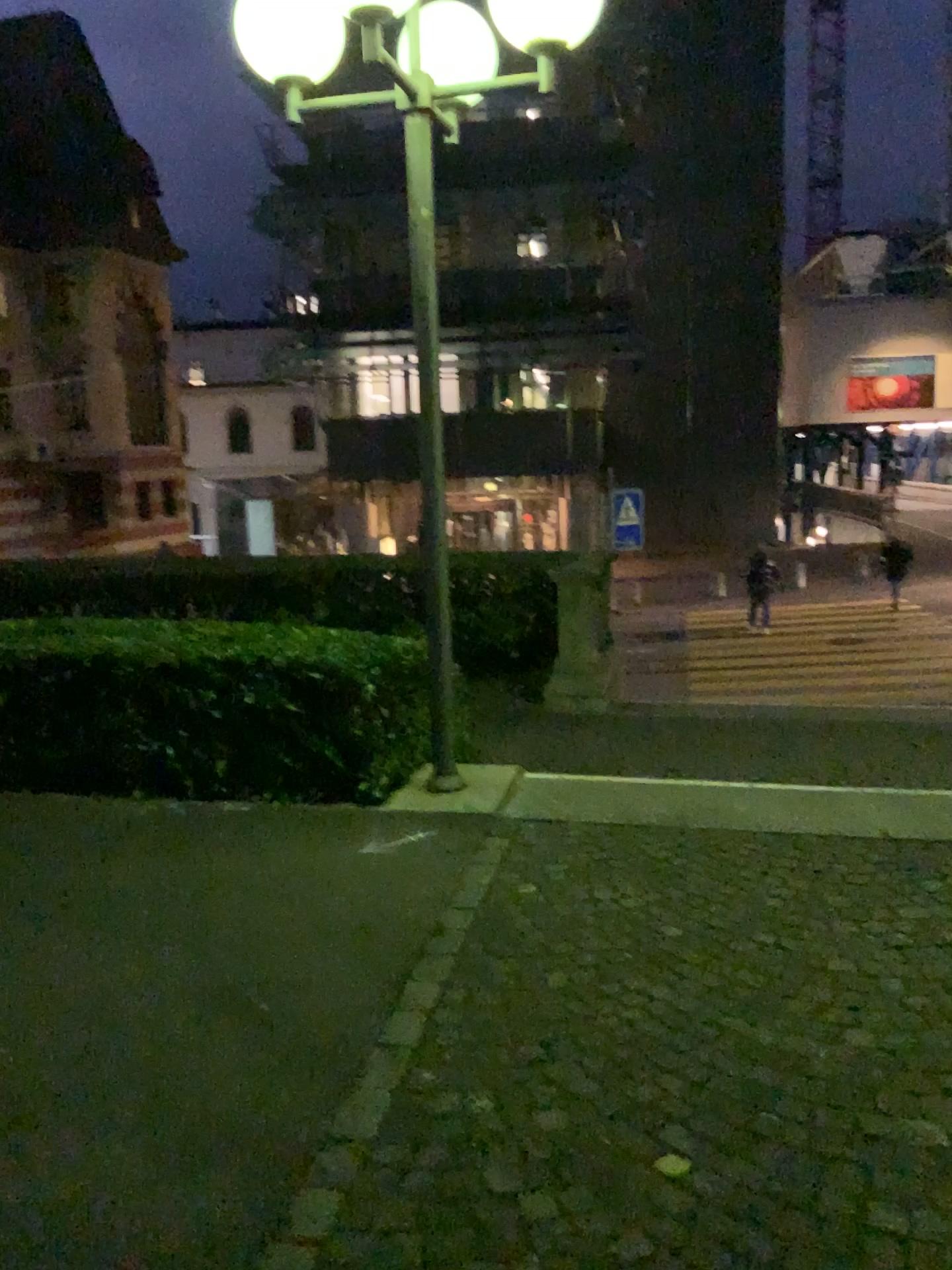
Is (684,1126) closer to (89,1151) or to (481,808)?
(89,1151)
